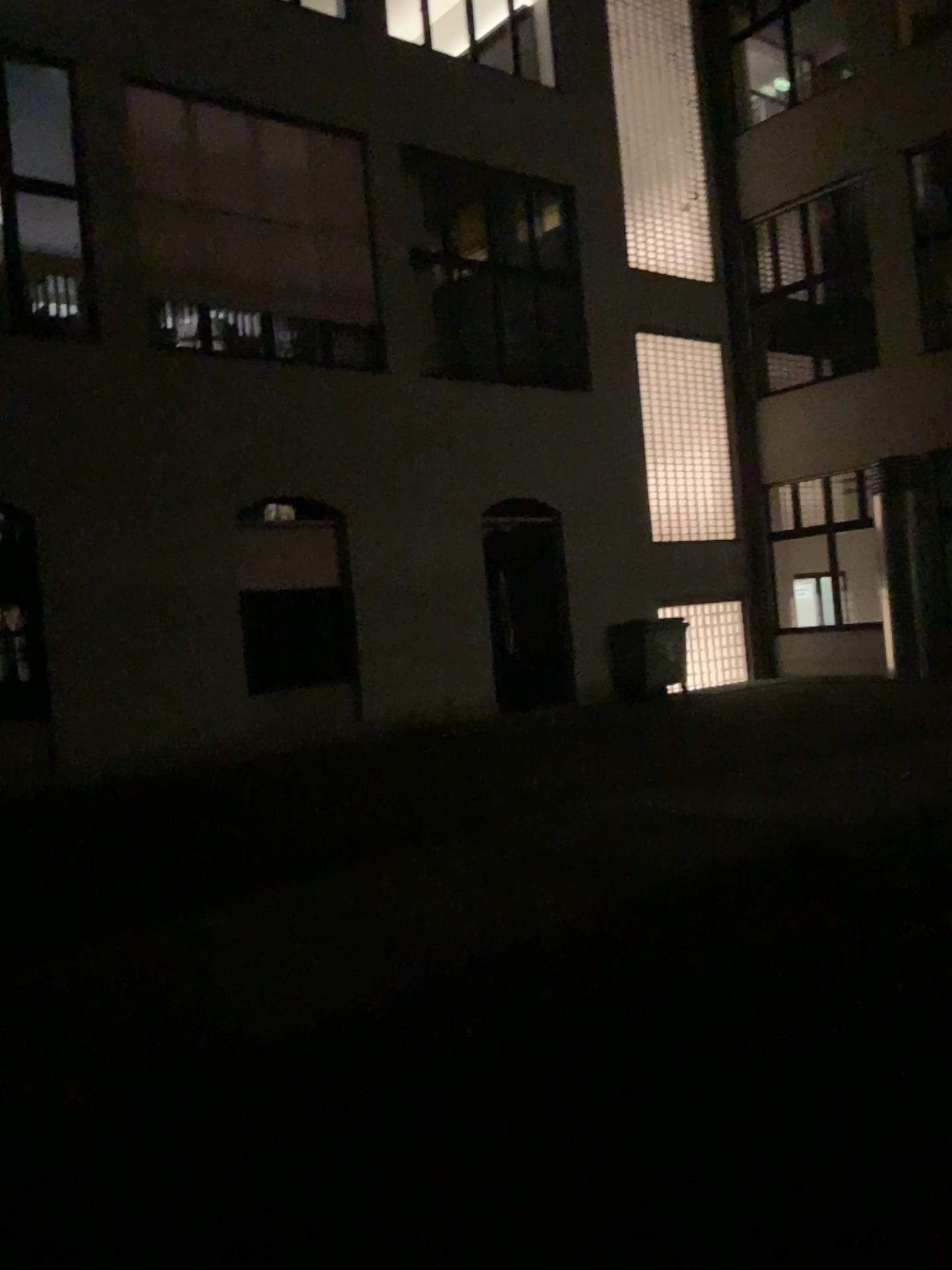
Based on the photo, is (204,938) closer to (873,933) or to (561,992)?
(561,992)
